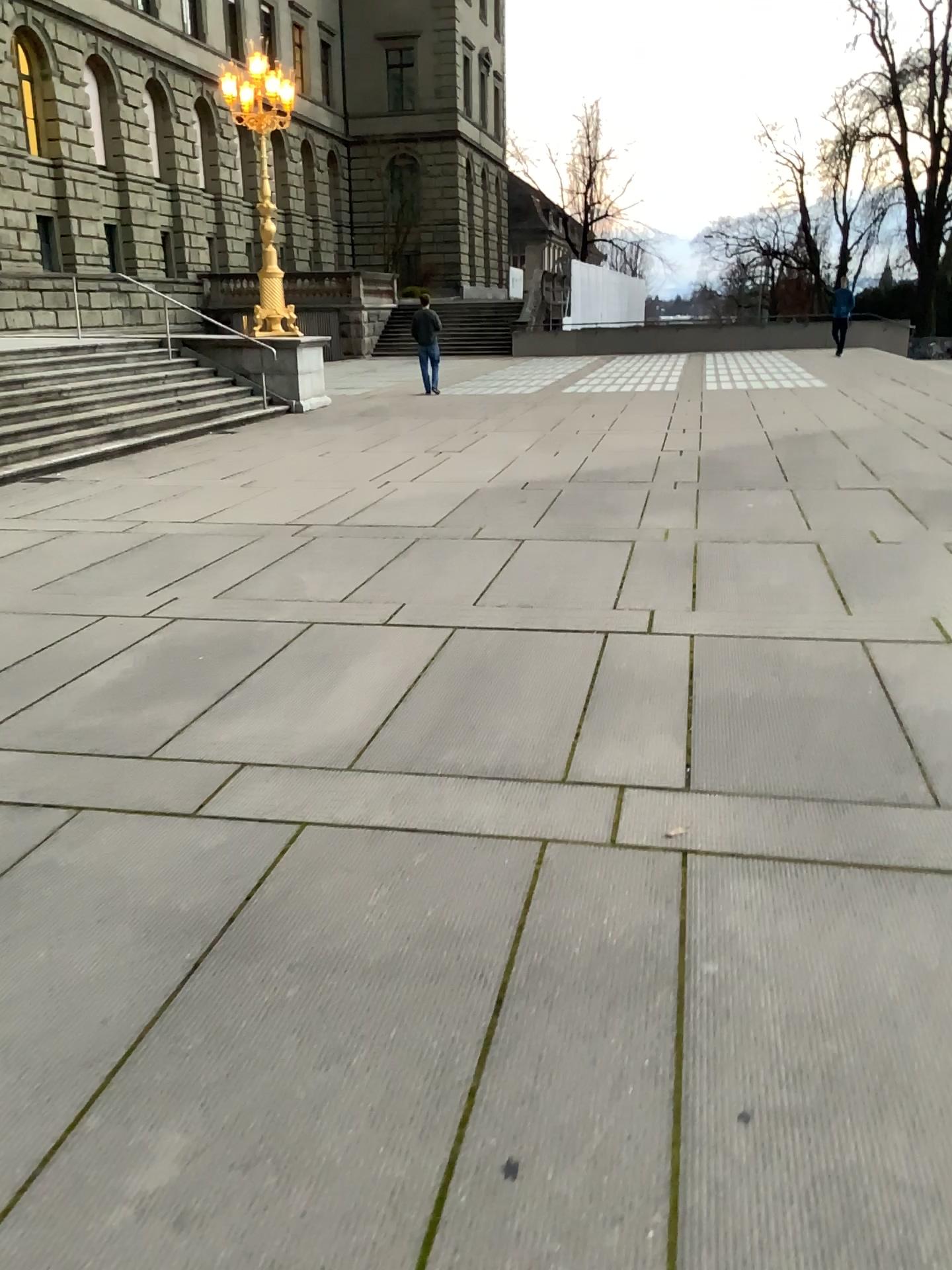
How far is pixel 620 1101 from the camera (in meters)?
2.05
